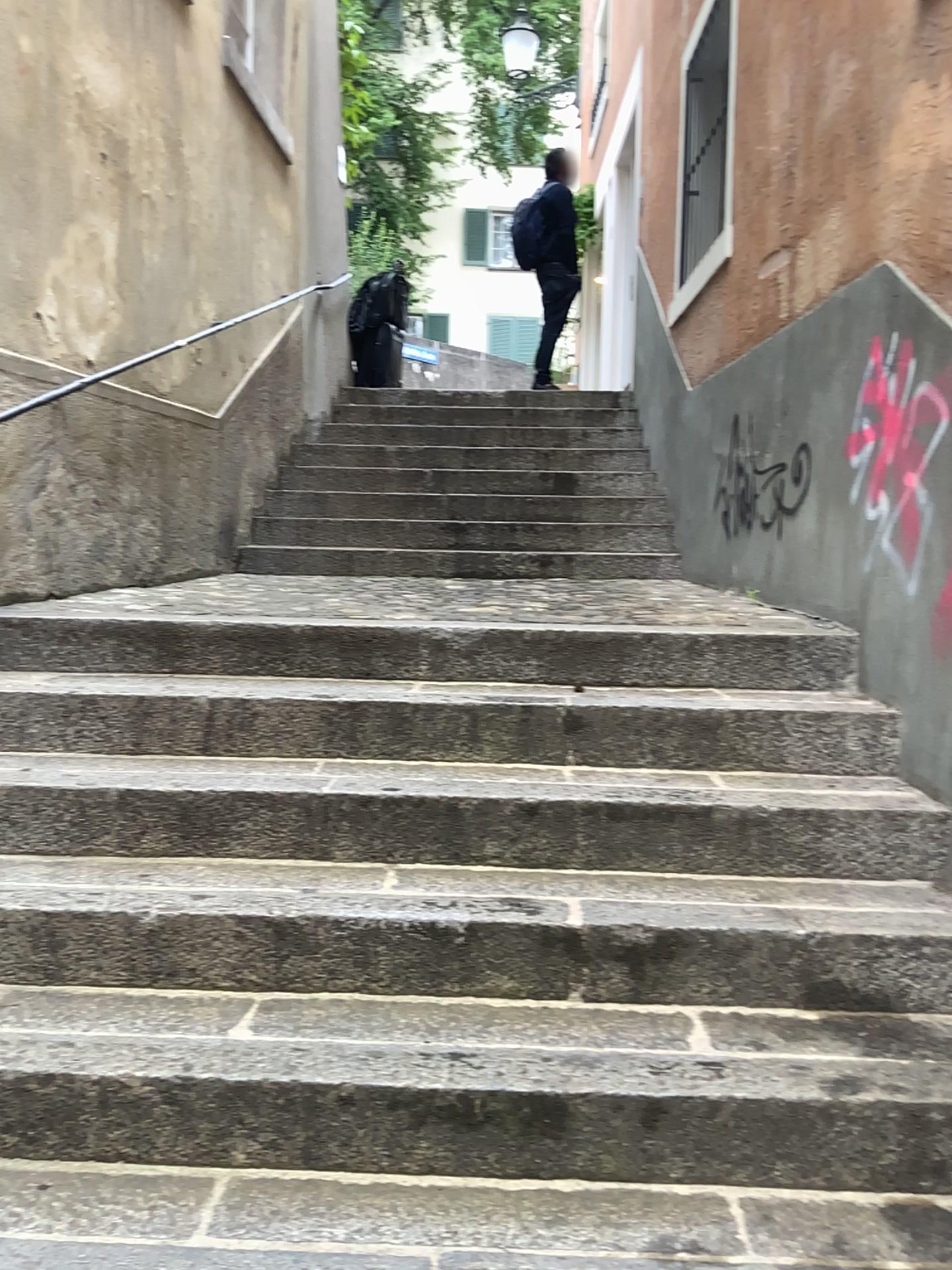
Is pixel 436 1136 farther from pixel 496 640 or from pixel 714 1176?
pixel 496 640
